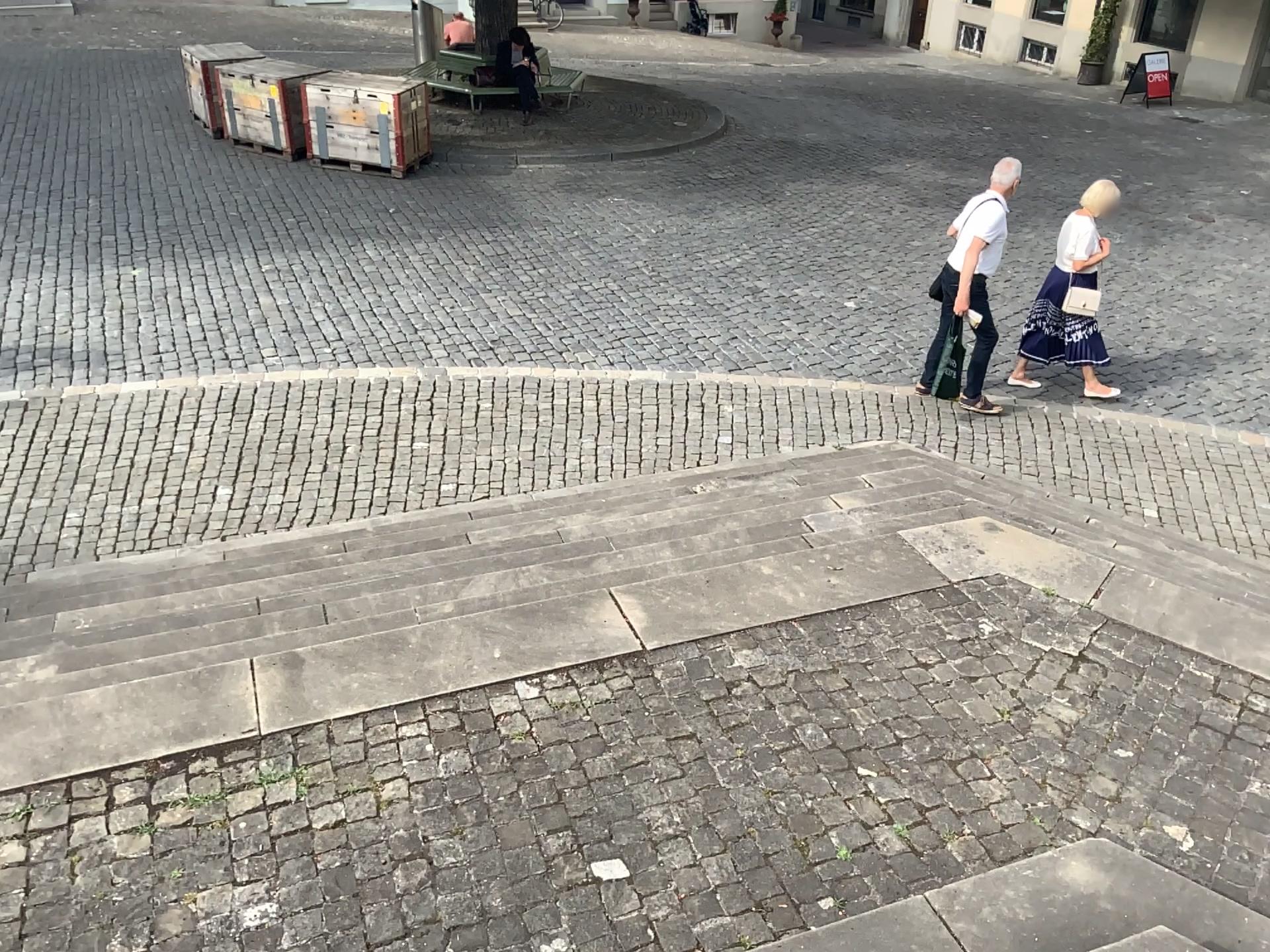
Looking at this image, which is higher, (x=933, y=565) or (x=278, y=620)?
(x=933, y=565)
